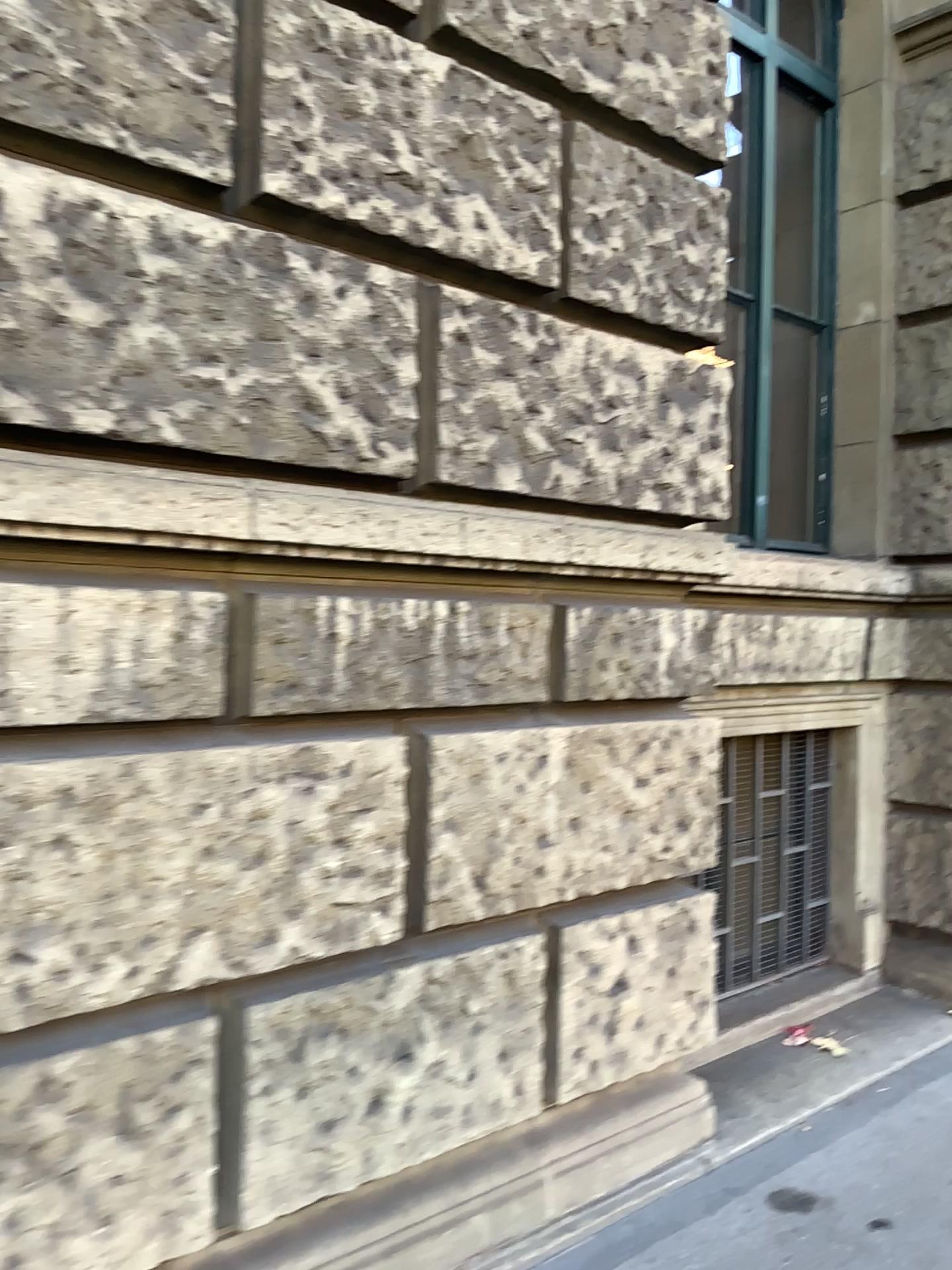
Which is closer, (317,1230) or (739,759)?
(317,1230)

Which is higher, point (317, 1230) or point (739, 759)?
point (739, 759)

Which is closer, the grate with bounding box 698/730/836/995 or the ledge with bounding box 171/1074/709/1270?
the ledge with bounding box 171/1074/709/1270

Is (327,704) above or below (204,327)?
below
